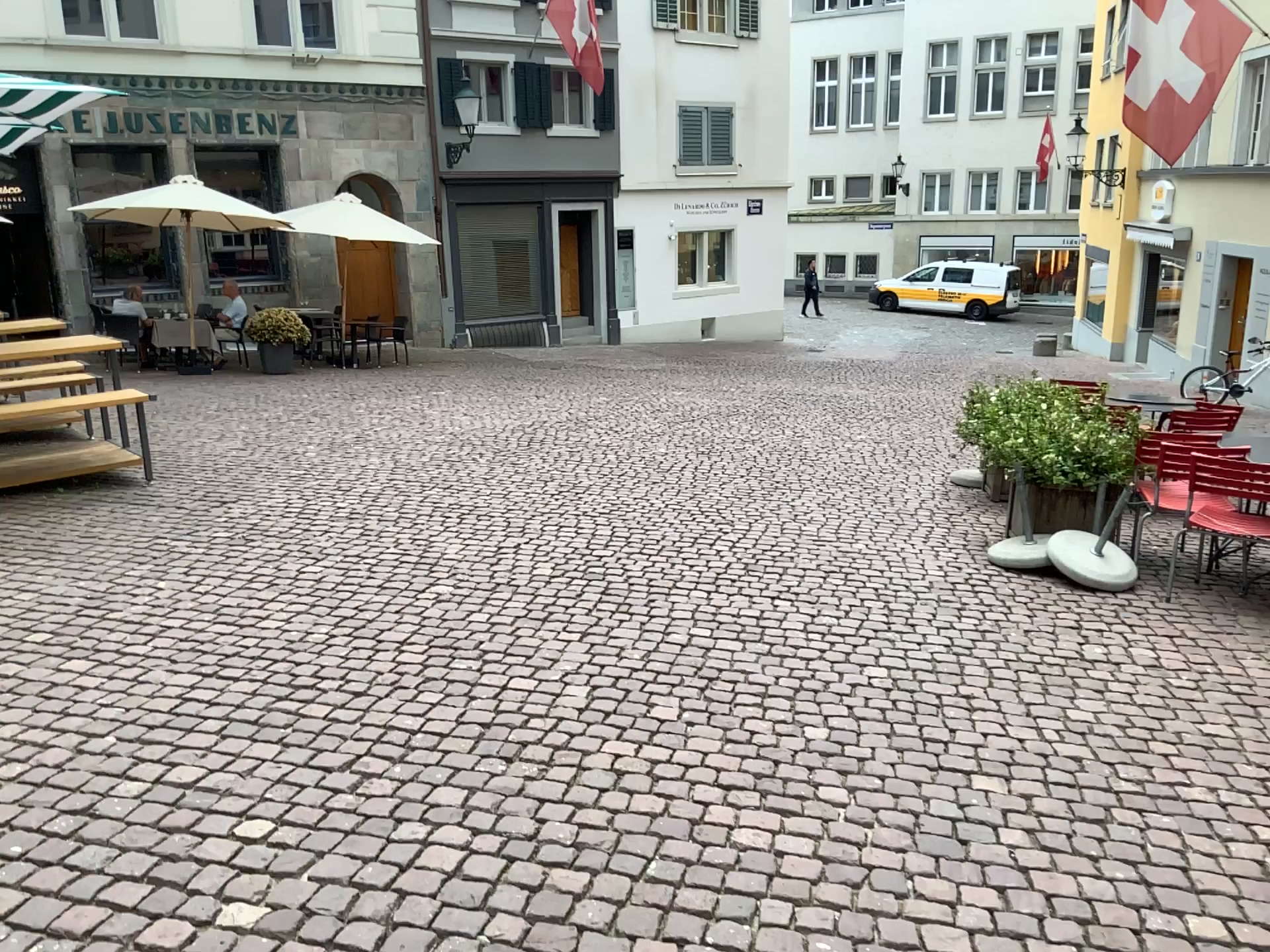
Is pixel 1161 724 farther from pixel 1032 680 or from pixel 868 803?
pixel 868 803
